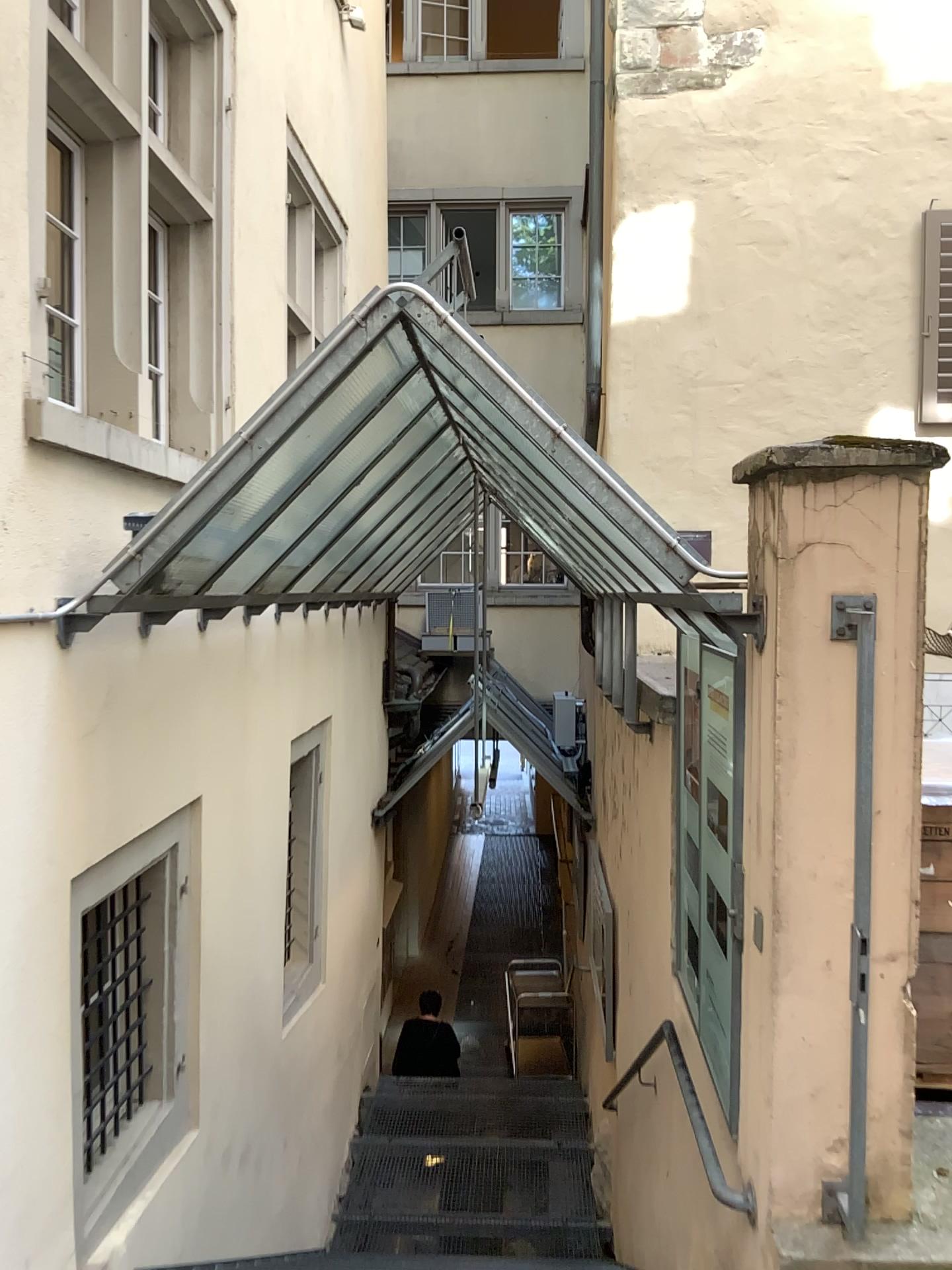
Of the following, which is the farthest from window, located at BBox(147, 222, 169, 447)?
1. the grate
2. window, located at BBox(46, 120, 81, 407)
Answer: the grate

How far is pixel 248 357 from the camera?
5.2 meters

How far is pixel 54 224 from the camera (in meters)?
3.20

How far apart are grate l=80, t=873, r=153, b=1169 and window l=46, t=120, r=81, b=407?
1.7 meters

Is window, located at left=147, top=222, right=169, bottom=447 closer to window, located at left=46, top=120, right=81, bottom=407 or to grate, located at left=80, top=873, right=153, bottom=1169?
window, located at left=46, top=120, right=81, bottom=407

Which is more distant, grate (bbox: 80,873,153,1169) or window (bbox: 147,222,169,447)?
window (bbox: 147,222,169,447)

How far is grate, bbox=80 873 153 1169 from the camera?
3.5 meters

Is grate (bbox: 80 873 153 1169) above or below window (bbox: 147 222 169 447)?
below

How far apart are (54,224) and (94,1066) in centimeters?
267cm

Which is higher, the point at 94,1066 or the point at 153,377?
the point at 153,377
